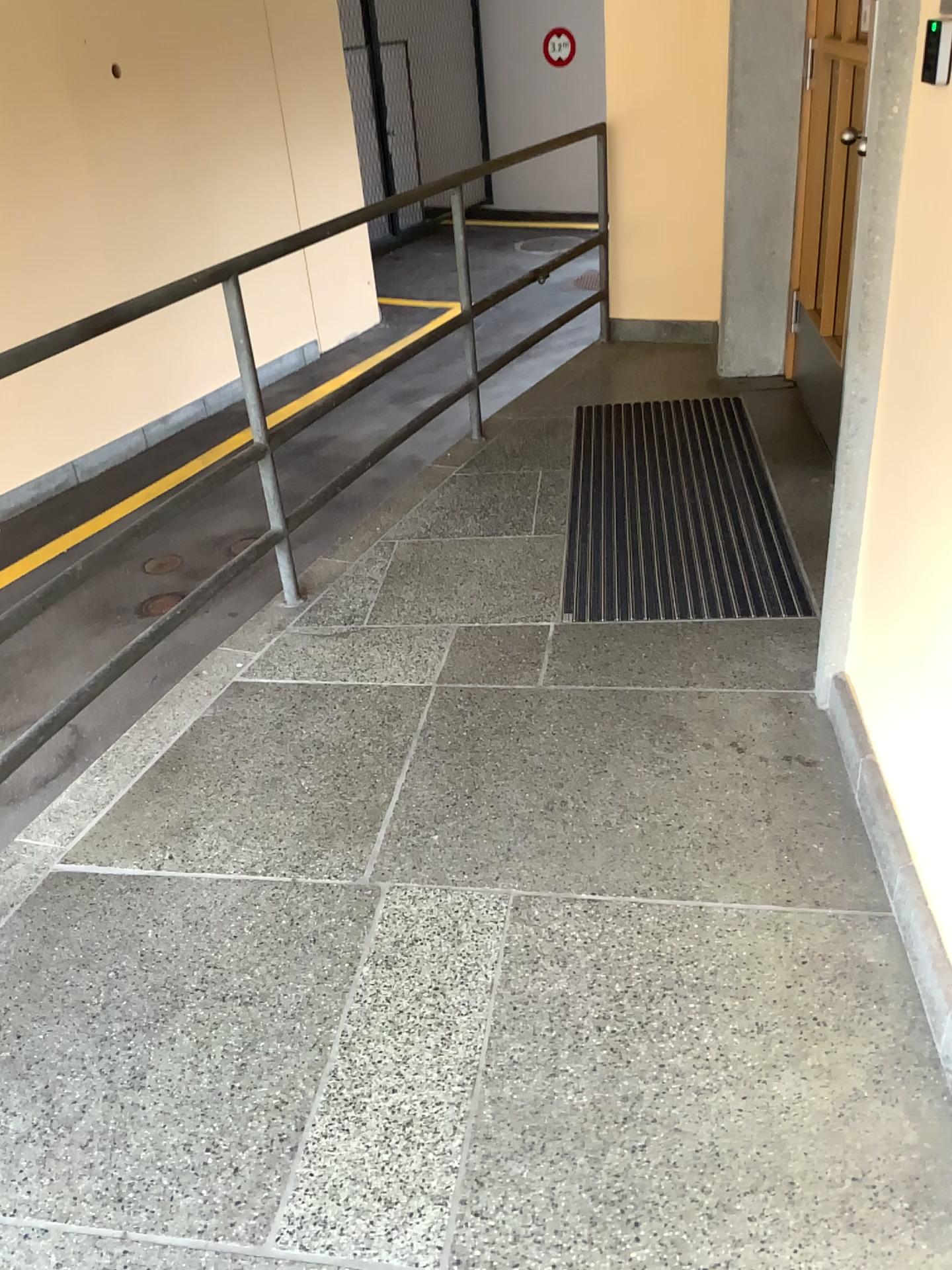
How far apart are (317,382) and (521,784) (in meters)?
1.45
